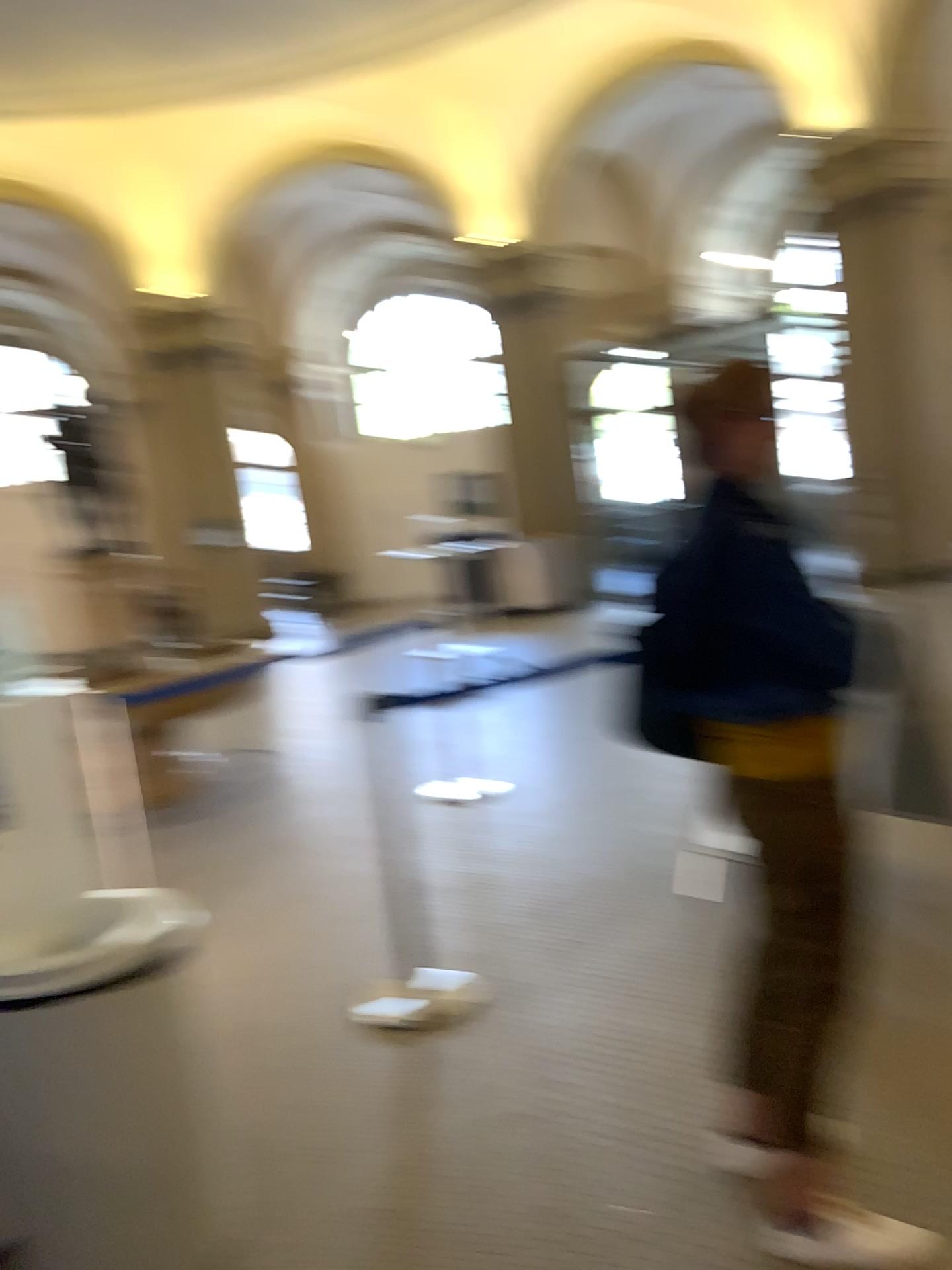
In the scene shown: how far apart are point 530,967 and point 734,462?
1.98m

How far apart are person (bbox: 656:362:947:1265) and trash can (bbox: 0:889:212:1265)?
1.1m

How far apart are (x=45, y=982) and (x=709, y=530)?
1.48m

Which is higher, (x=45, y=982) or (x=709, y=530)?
(x=709, y=530)

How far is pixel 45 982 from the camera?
2.00m

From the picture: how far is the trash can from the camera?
2.0m

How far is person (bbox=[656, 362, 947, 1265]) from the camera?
1.8 meters
